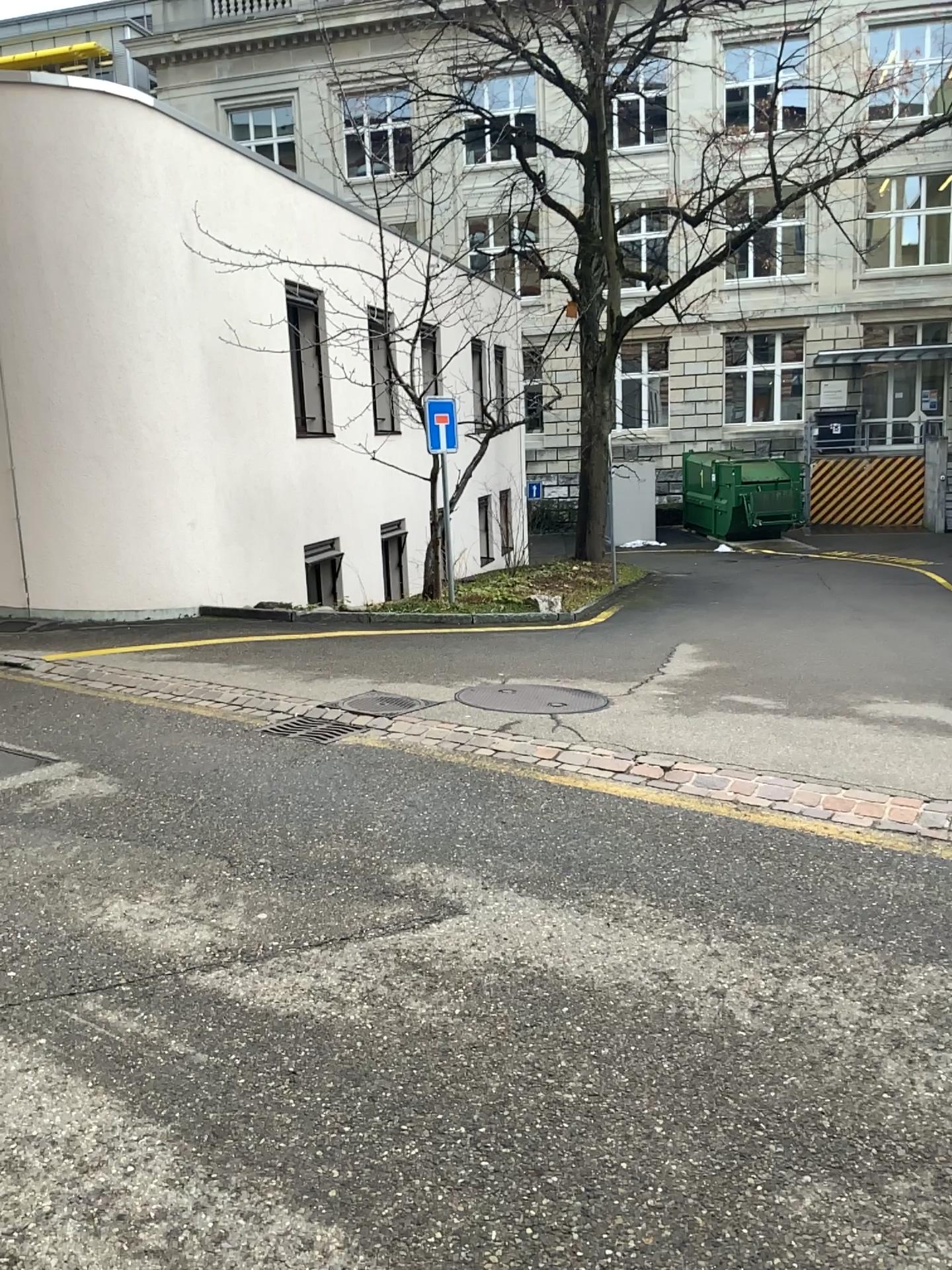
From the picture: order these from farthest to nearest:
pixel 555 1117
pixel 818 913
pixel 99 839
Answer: pixel 99 839, pixel 818 913, pixel 555 1117
